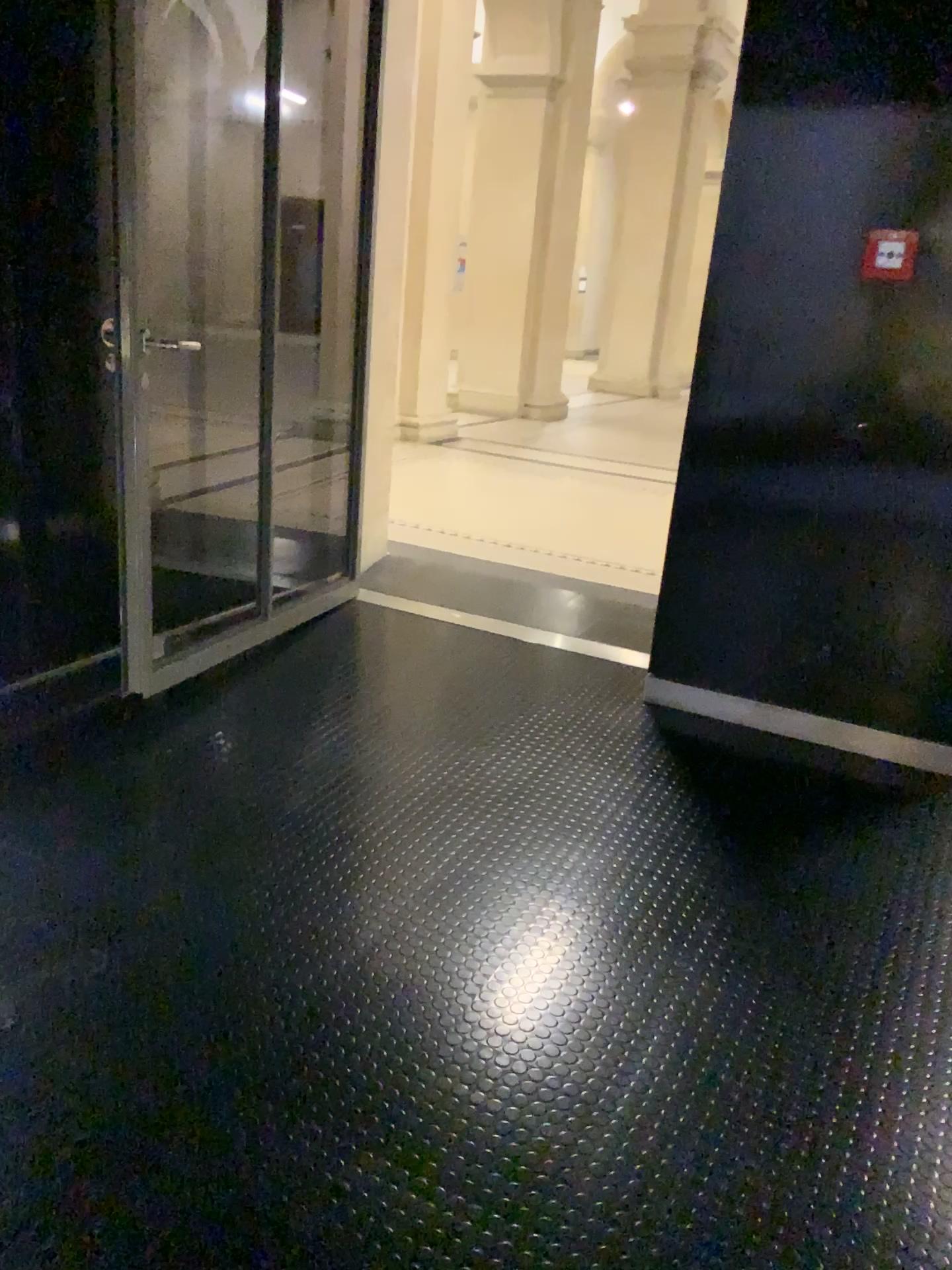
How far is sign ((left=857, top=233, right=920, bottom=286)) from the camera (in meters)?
2.89

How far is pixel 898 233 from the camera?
2.89m

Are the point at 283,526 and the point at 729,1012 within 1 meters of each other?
no

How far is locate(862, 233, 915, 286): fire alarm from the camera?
2.9 meters

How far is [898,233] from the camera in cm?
289
